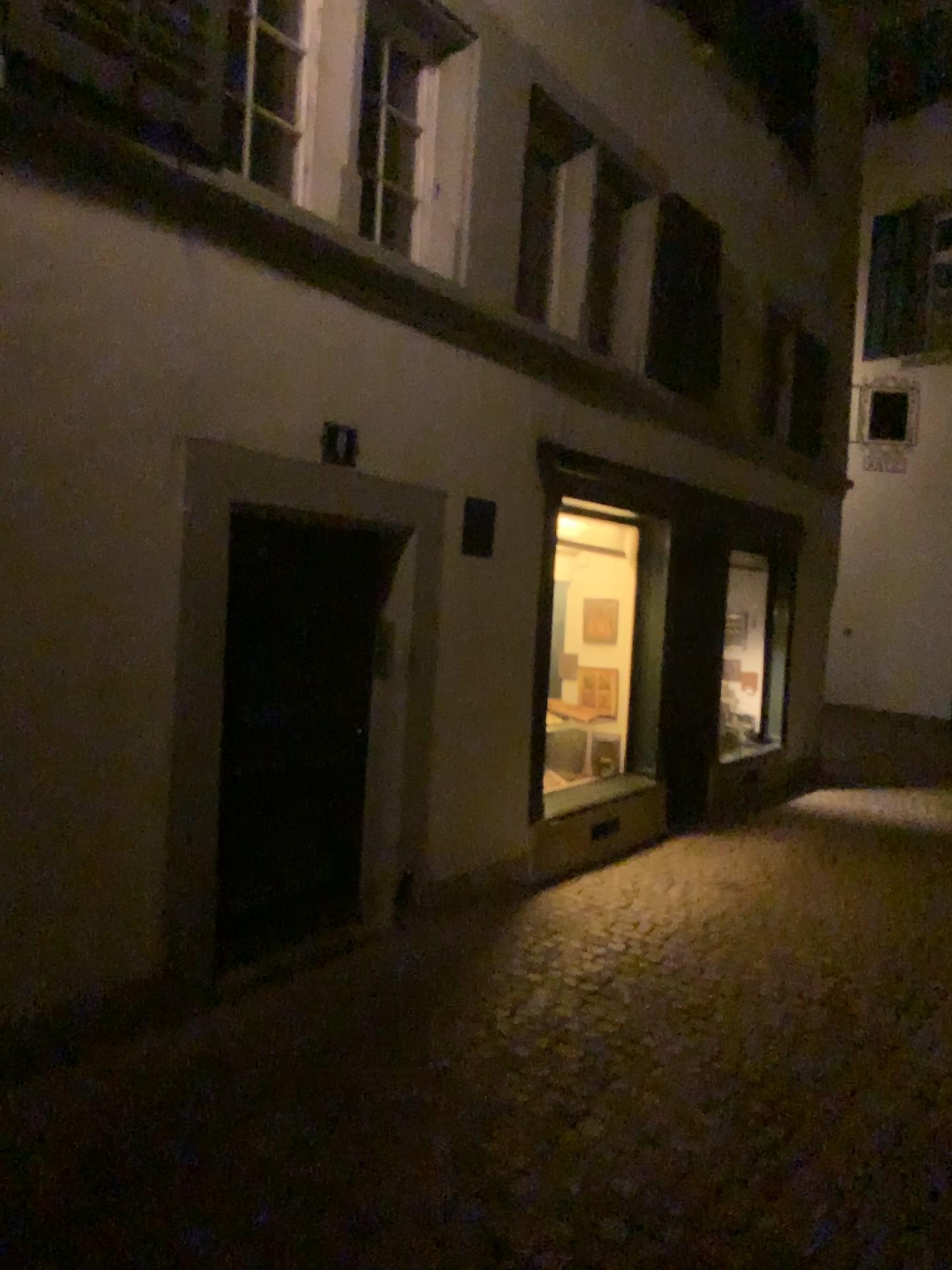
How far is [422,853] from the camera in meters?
5.0 m
